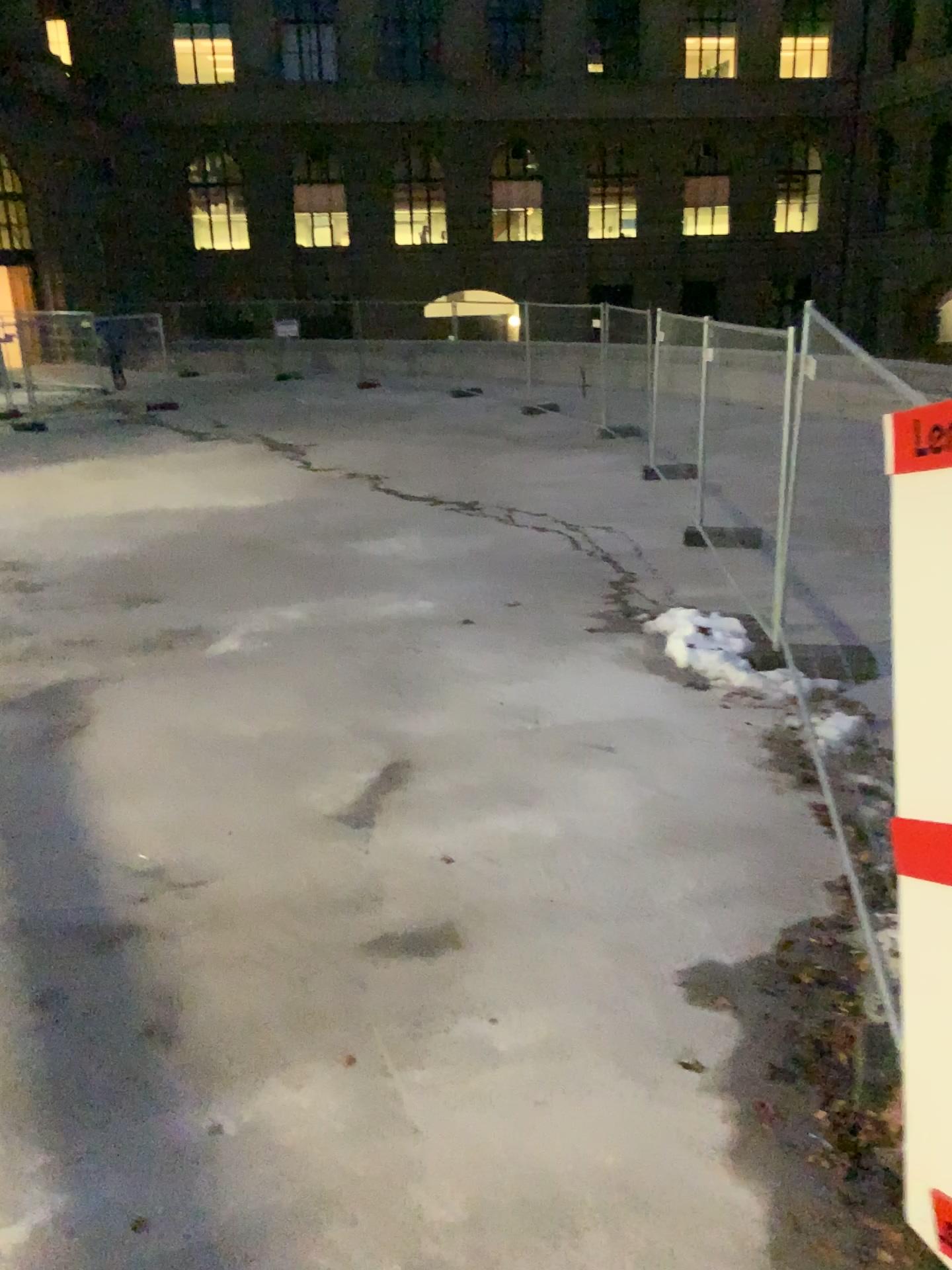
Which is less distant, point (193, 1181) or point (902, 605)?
point (902, 605)
